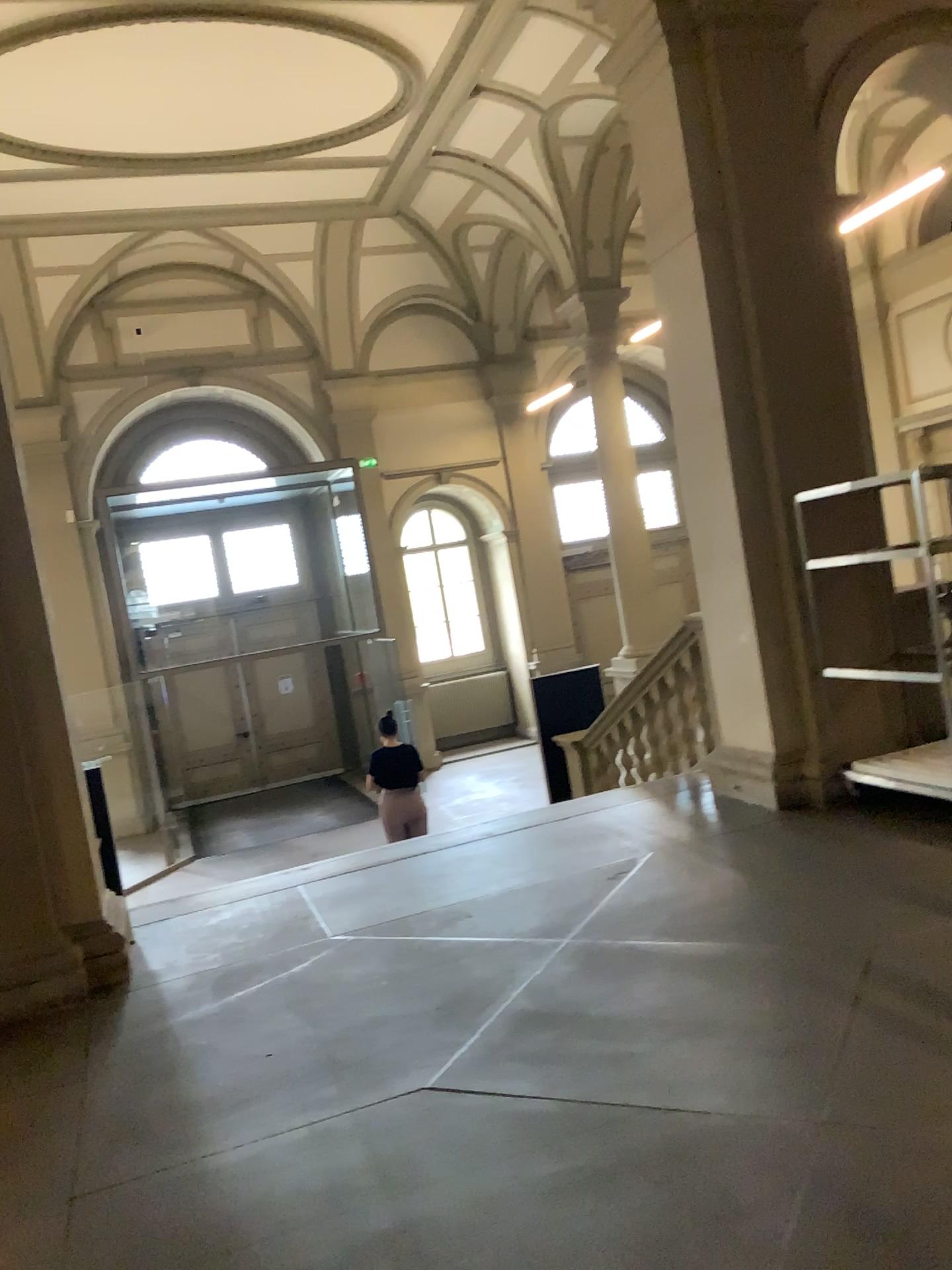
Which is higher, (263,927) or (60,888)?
(60,888)
